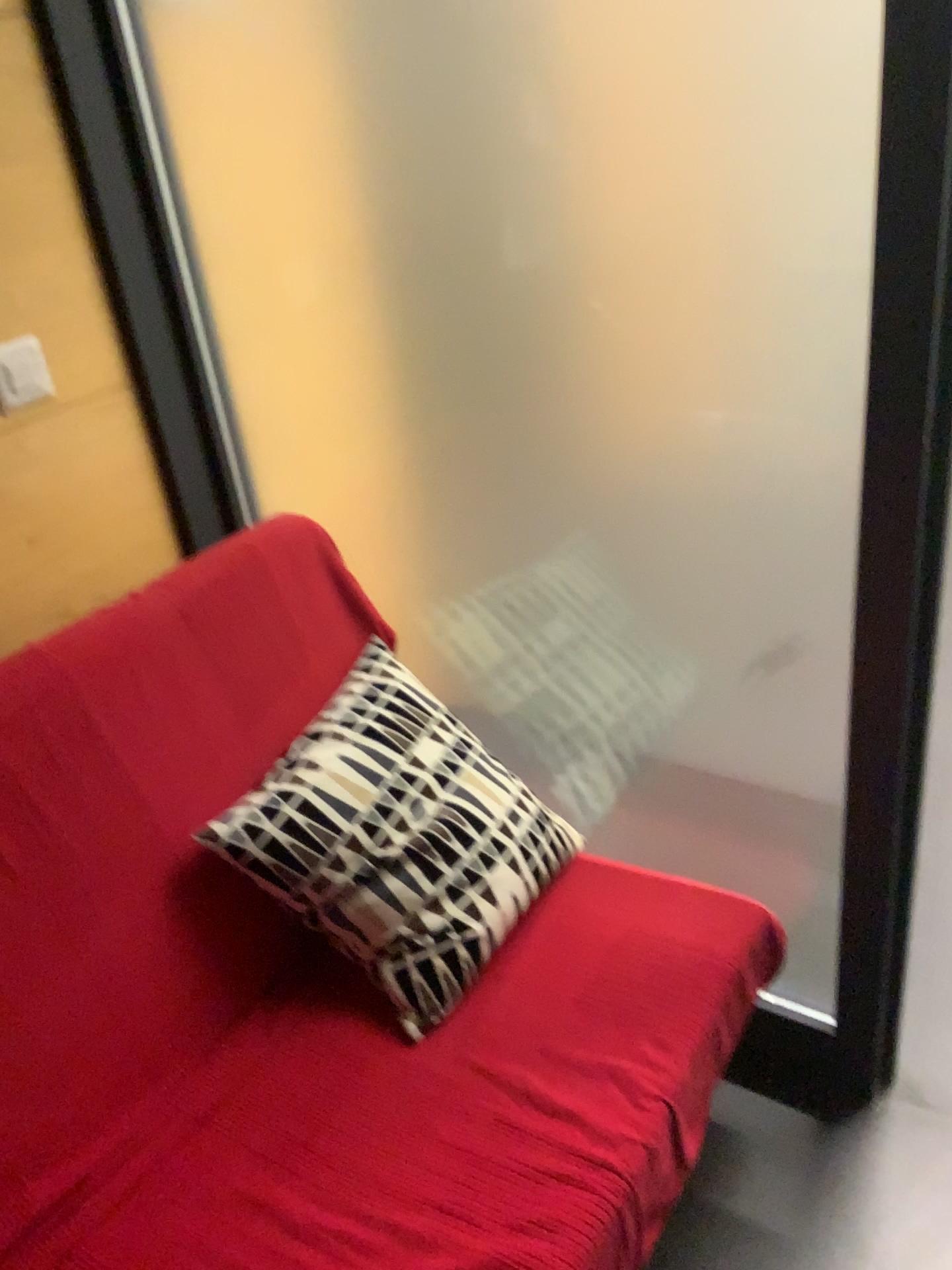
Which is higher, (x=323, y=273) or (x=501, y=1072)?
(x=323, y=273)

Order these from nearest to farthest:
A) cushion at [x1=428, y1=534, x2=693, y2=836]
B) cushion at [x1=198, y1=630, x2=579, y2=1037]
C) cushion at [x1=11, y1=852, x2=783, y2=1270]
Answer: cushion at [x1=11, y1=852, x2=783, y2=1270], cushion at [x1=198, y1=630, x2=579, y2=1037], cushion at [x1=428, y1=534, x2=693, y2=836]

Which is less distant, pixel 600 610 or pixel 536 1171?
pixel 536 1171

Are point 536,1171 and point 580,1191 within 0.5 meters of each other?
yes

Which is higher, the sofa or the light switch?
the light switch

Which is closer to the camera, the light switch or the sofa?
the sofa

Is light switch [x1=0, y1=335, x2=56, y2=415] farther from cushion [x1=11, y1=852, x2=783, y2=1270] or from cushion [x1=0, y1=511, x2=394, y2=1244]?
cushion [x1=11, y1=852, x2=783, y2=1270]

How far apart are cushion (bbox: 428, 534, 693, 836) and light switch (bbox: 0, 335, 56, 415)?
0.7m

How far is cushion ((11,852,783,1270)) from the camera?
1.1 meters

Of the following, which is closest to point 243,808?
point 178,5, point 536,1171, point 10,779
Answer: point 10,779
